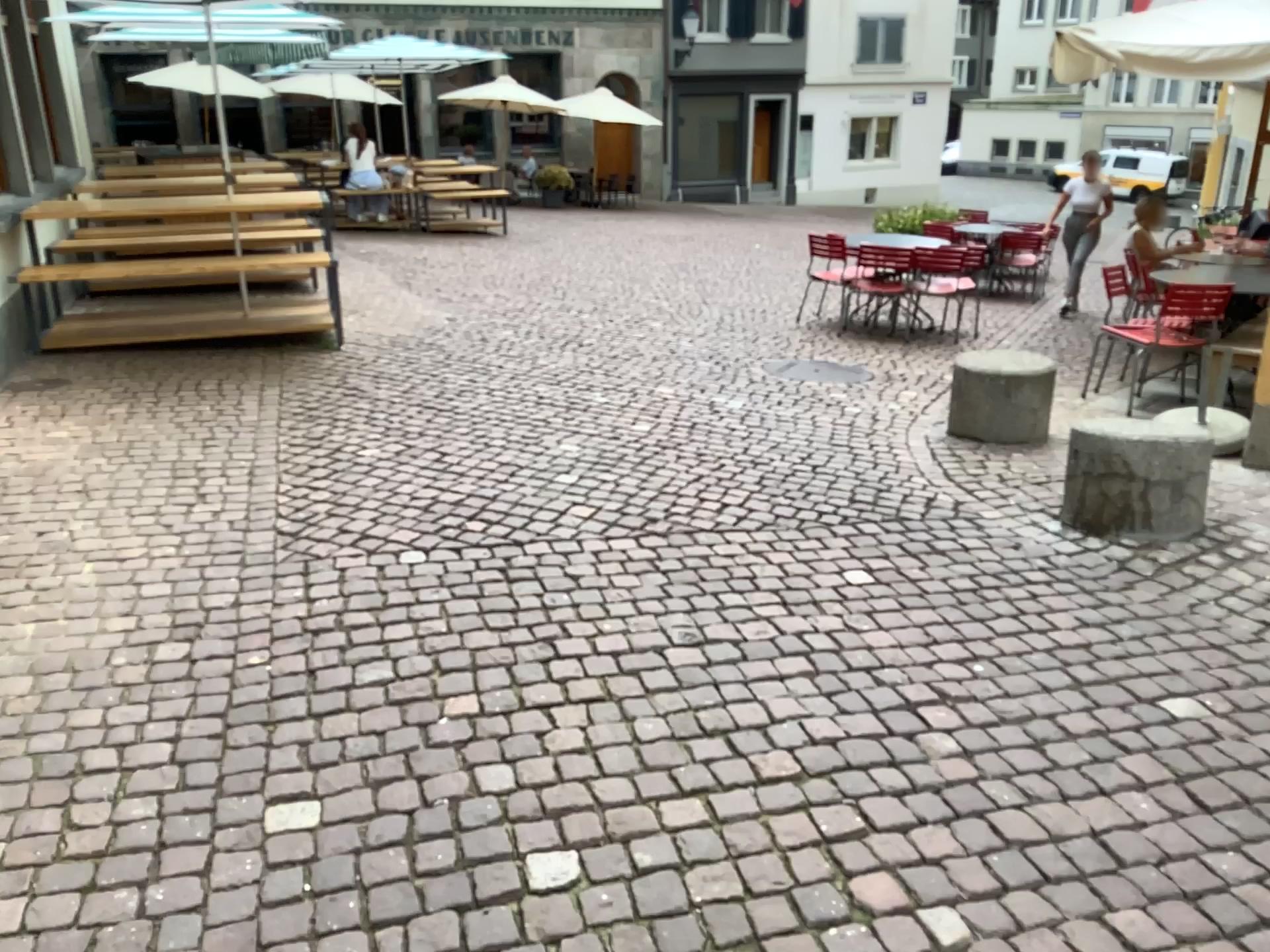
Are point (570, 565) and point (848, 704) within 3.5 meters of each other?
yes
